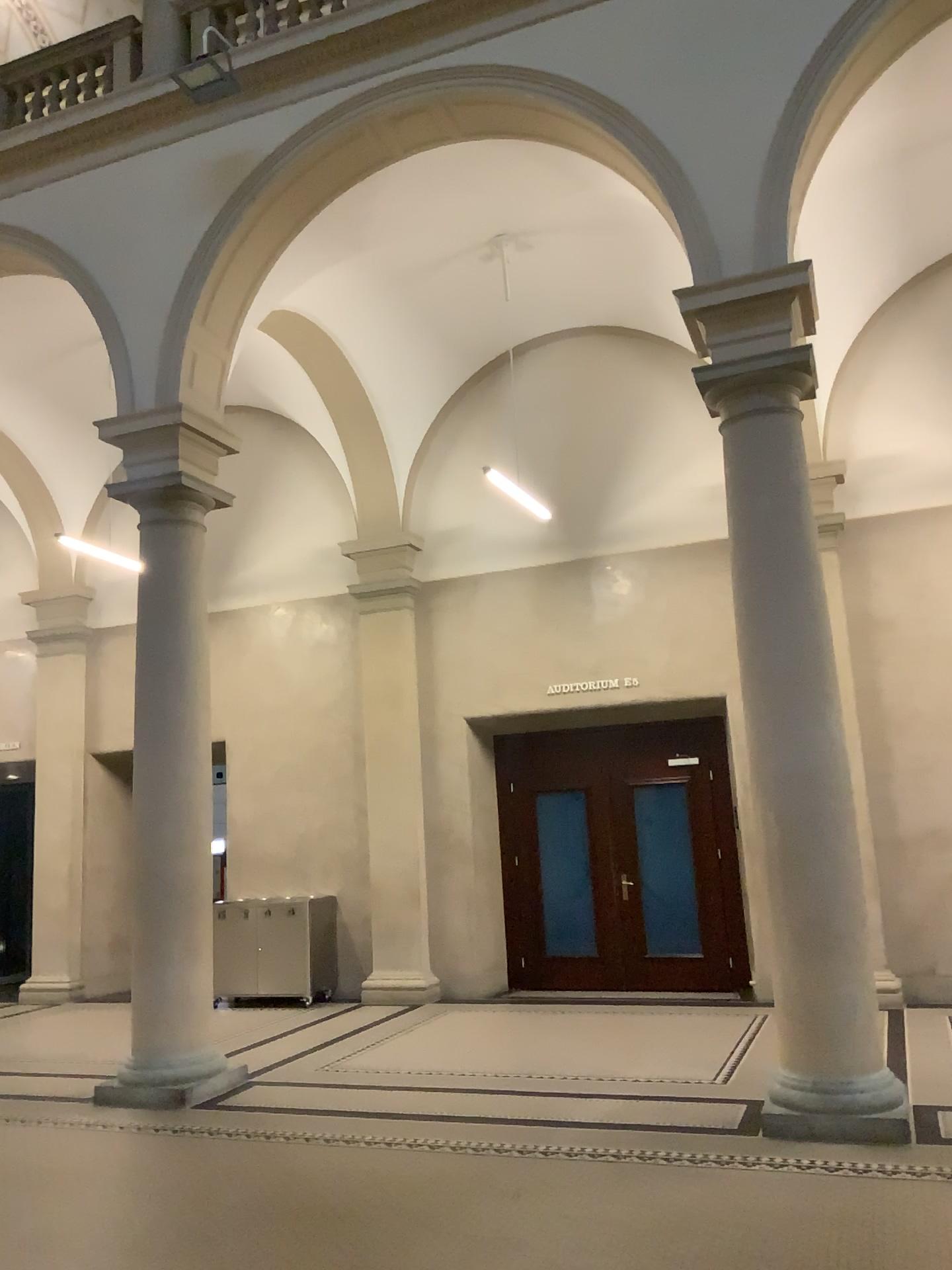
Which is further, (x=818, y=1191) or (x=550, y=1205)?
(x=550, y=1205)
